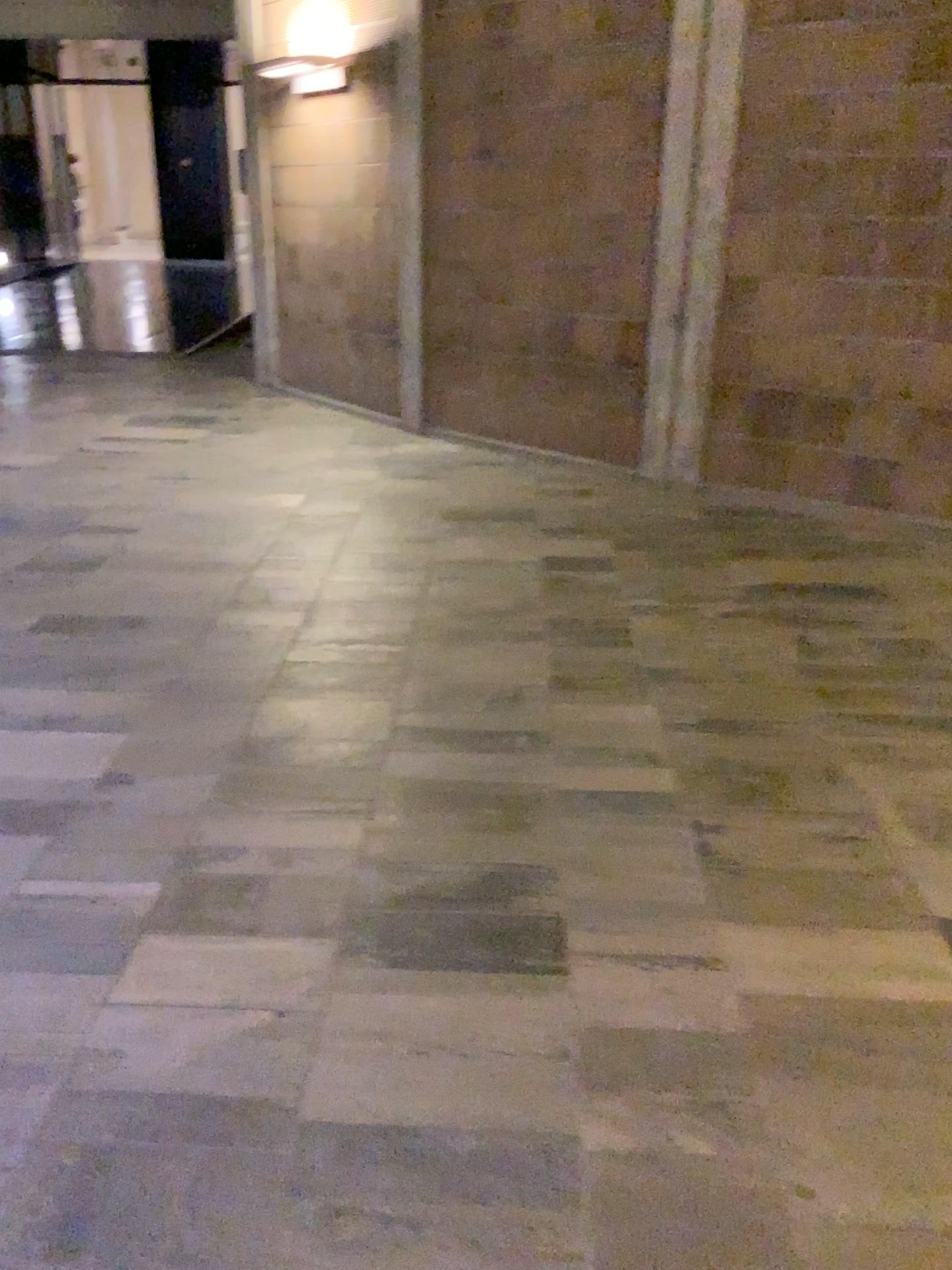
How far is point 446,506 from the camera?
4.9 meters
